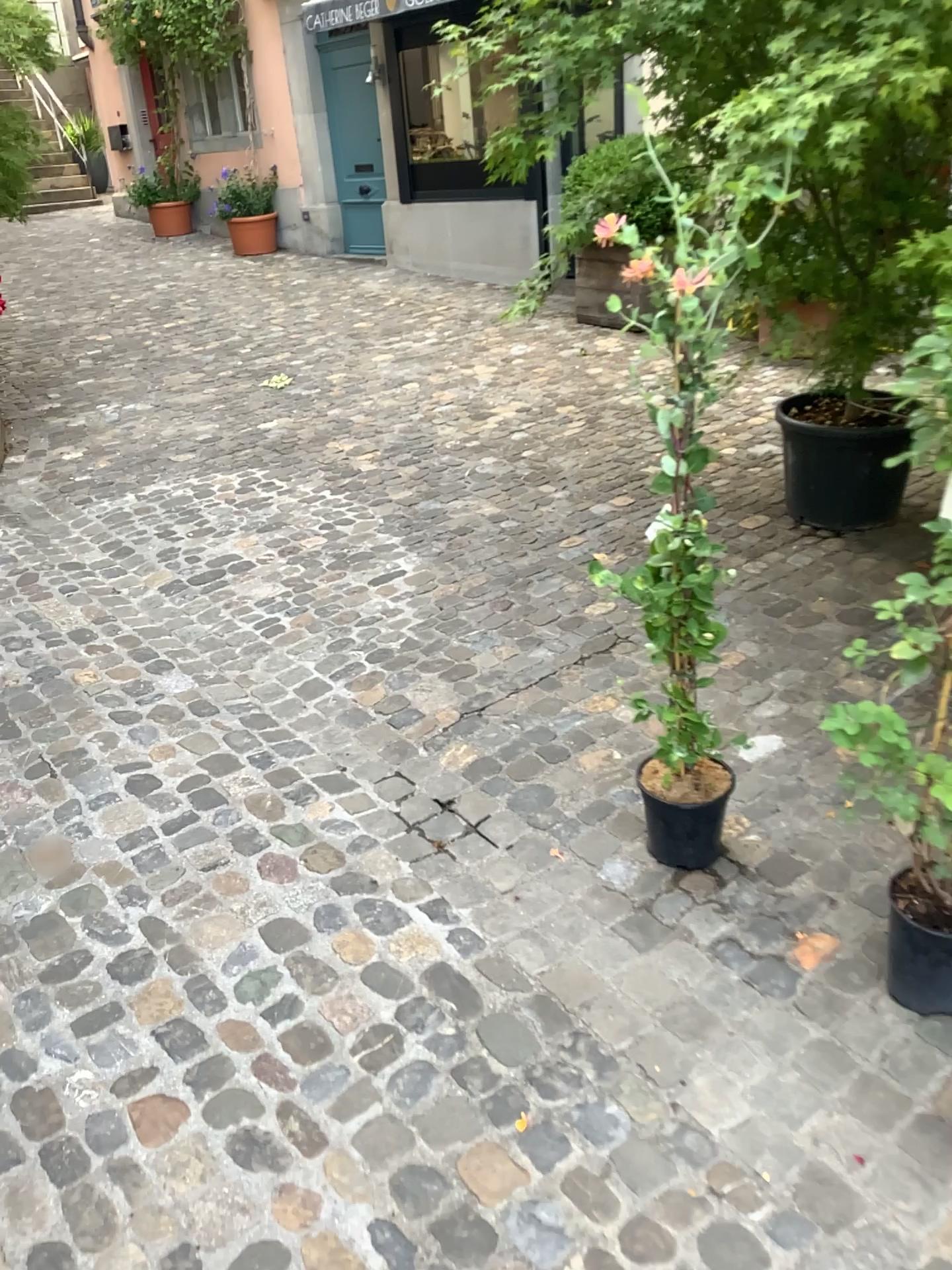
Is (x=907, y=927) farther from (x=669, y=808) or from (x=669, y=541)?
(x=669, y=541)

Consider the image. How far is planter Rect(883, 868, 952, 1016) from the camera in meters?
1.8 m

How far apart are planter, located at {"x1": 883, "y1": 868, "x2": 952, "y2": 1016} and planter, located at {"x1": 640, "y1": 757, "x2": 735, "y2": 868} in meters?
0.4

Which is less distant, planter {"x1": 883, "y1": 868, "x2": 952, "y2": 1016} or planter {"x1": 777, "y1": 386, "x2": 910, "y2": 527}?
planter {"x1": 883, "y1": 868, "x2": 952, "y2": 1016}

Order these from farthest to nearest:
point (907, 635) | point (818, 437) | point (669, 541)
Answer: point (818, 437) → point (669, 541) → point (907, 635)

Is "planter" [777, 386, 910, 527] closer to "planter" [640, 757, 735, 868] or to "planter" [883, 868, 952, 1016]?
"planter" [640, 757, 735, 868]

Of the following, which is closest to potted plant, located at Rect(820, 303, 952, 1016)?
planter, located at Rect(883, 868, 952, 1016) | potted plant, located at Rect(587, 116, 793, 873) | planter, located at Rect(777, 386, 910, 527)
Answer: planter, located at Rect(883, 868, 952, 1016)

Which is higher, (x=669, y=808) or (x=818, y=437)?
(x=818, y=437)

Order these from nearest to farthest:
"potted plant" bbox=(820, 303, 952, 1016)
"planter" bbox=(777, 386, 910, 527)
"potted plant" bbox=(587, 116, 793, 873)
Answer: "potted plant" bbox=(820, 303, 952, 1016) < "potted plant" bbox=(587, 116, 793, 873) < "planter" bbox=(777, 386, 910, 527)

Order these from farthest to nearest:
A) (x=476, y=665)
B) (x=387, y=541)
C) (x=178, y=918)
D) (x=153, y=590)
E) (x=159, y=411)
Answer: (x=159, y=411)
(x=387, y=541)
(x=153, y=590)
(x=476, y=665)
(x=178, y=918)
